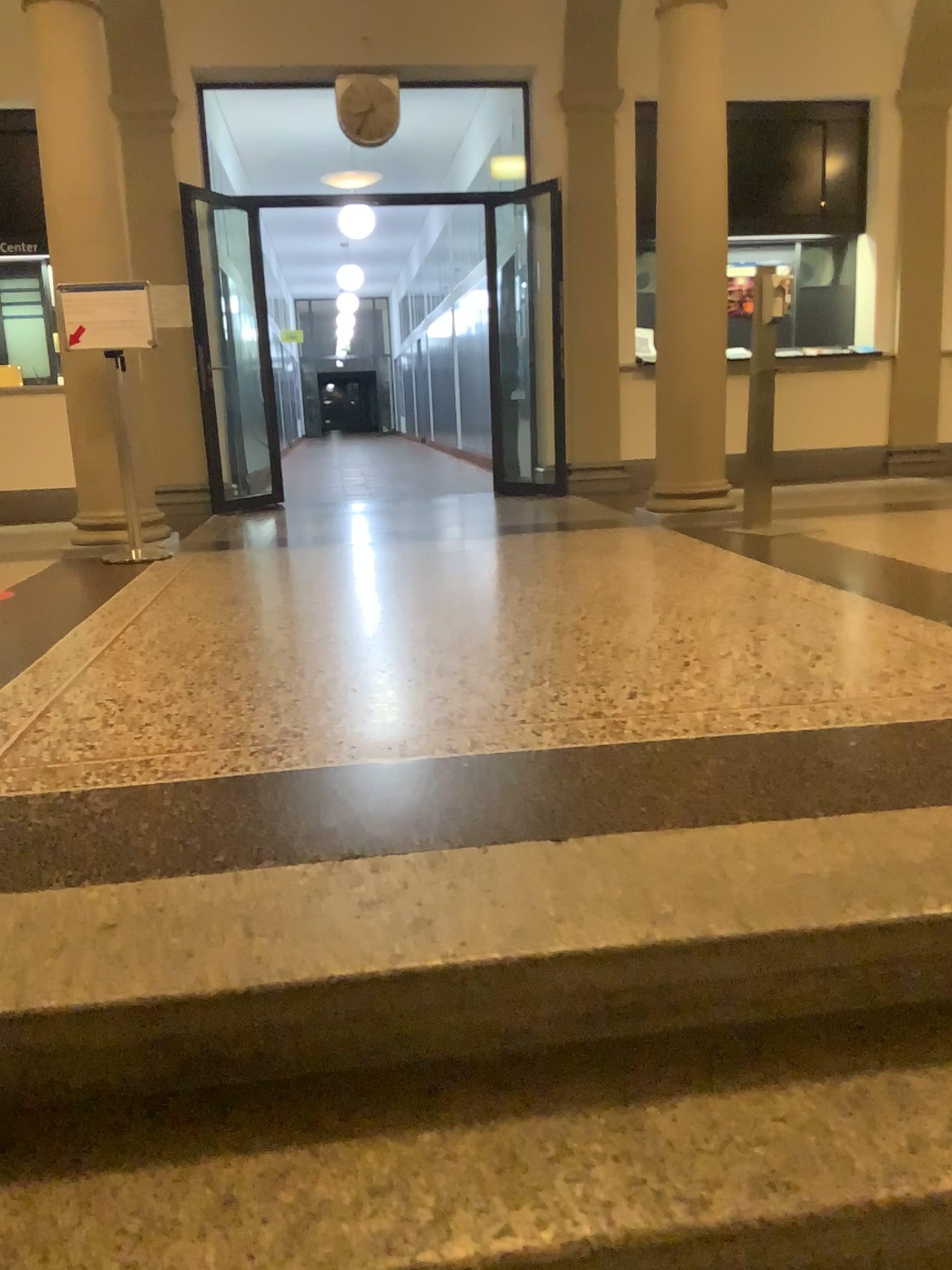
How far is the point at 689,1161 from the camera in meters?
1.2 m
